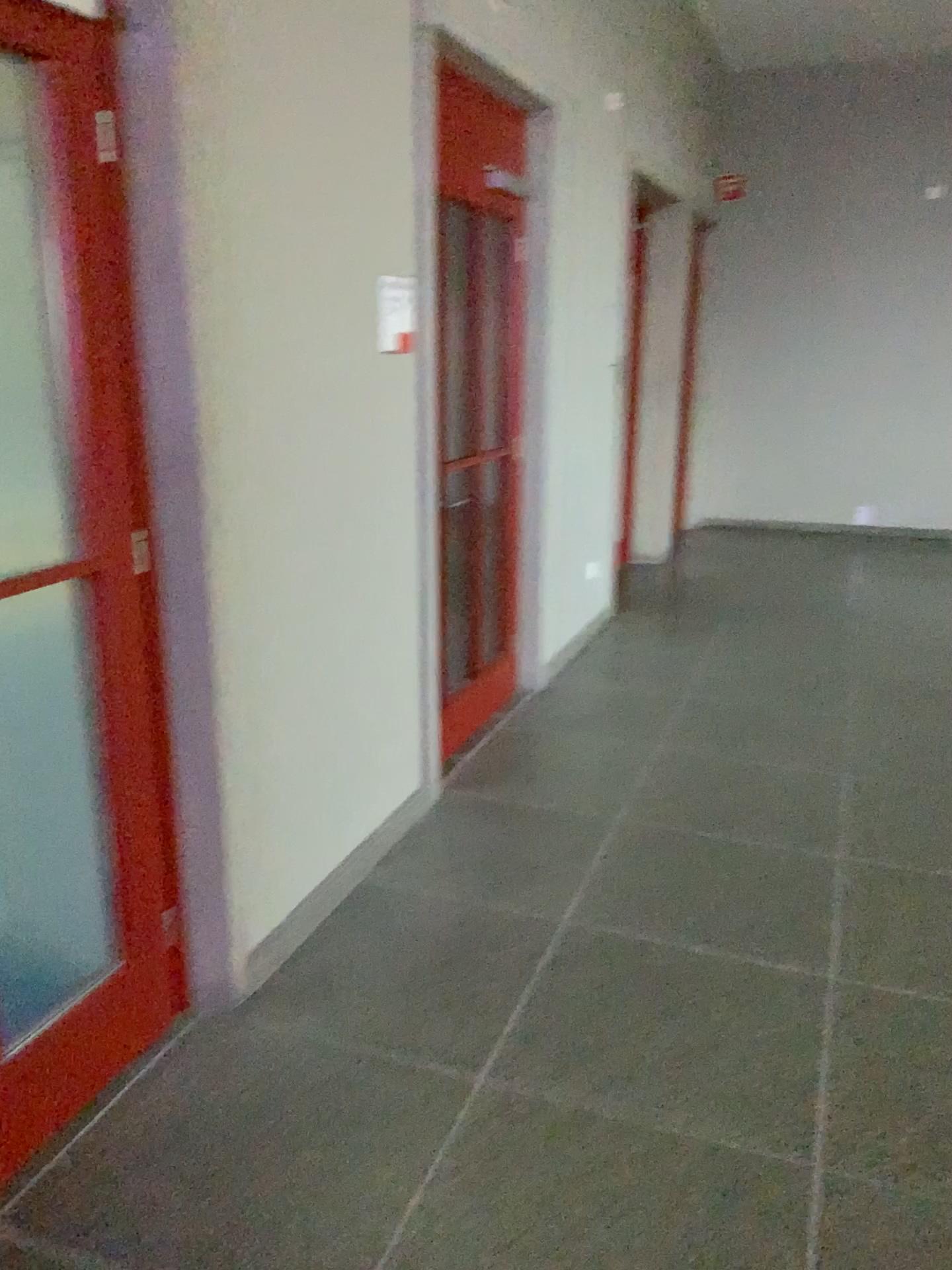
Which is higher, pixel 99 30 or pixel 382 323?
pixel 99 30

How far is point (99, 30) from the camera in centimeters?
190cm

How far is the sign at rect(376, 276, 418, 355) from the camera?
3.1 meters

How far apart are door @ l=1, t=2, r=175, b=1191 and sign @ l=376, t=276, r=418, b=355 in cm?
115

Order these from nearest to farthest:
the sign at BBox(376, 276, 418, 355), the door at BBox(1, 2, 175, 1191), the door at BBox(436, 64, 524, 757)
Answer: the door at BBox(1, 2, 175, 1191) < the sign at BBox(376, 276, 418, 355) < the door at BBox(436, 64, 524, 757)

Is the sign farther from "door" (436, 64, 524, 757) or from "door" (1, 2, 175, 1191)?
"door" (1, 2, 175, 1191)

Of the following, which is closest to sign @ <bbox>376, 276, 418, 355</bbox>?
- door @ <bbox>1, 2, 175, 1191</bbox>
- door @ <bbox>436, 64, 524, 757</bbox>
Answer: door @ <bbox>436, 64, 524, 757</bbox>

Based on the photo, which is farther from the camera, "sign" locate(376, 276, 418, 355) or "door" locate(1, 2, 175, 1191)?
"sign" locate(376, 276, 418, 355)

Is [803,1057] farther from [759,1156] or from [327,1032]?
[327,1032]

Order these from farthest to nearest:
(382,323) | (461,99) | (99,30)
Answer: (461,99)
(382,323)
(99,30)
